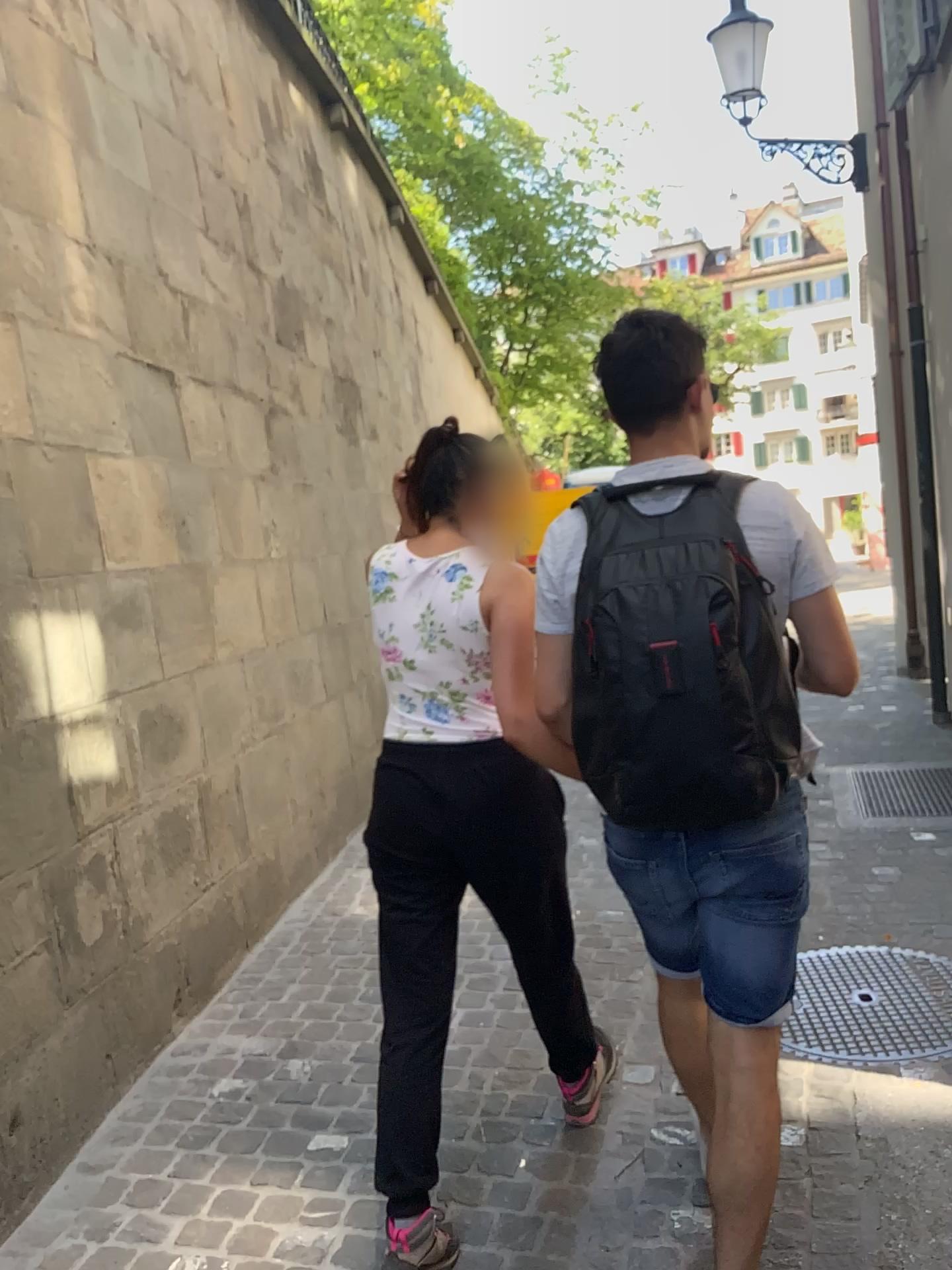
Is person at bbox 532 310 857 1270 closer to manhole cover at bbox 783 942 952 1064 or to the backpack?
the backpack

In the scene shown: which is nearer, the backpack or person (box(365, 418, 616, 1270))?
the backpack

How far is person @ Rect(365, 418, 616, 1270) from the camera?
2.0m

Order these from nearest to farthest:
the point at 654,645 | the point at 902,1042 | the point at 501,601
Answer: the point at 654,645 < the point at 501,601 < the point at 902,1042

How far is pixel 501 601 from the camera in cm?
201

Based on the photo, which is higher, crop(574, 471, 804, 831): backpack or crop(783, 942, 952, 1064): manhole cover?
crop(574, 471, 804, 831): backpack

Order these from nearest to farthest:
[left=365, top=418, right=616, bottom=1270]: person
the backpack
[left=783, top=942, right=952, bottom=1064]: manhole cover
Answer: the backpack < [left=365, top=418, right=616, bottom=1270]: person < [left=783, top=942, right=952, bottom=1064]: manhole cover

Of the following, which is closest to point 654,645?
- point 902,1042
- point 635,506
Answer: point 635,506

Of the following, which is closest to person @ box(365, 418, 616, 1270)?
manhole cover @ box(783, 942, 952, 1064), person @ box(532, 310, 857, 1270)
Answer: person @ box(532, 310, 857, 1270)

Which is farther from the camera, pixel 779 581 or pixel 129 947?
pixel 129 947
